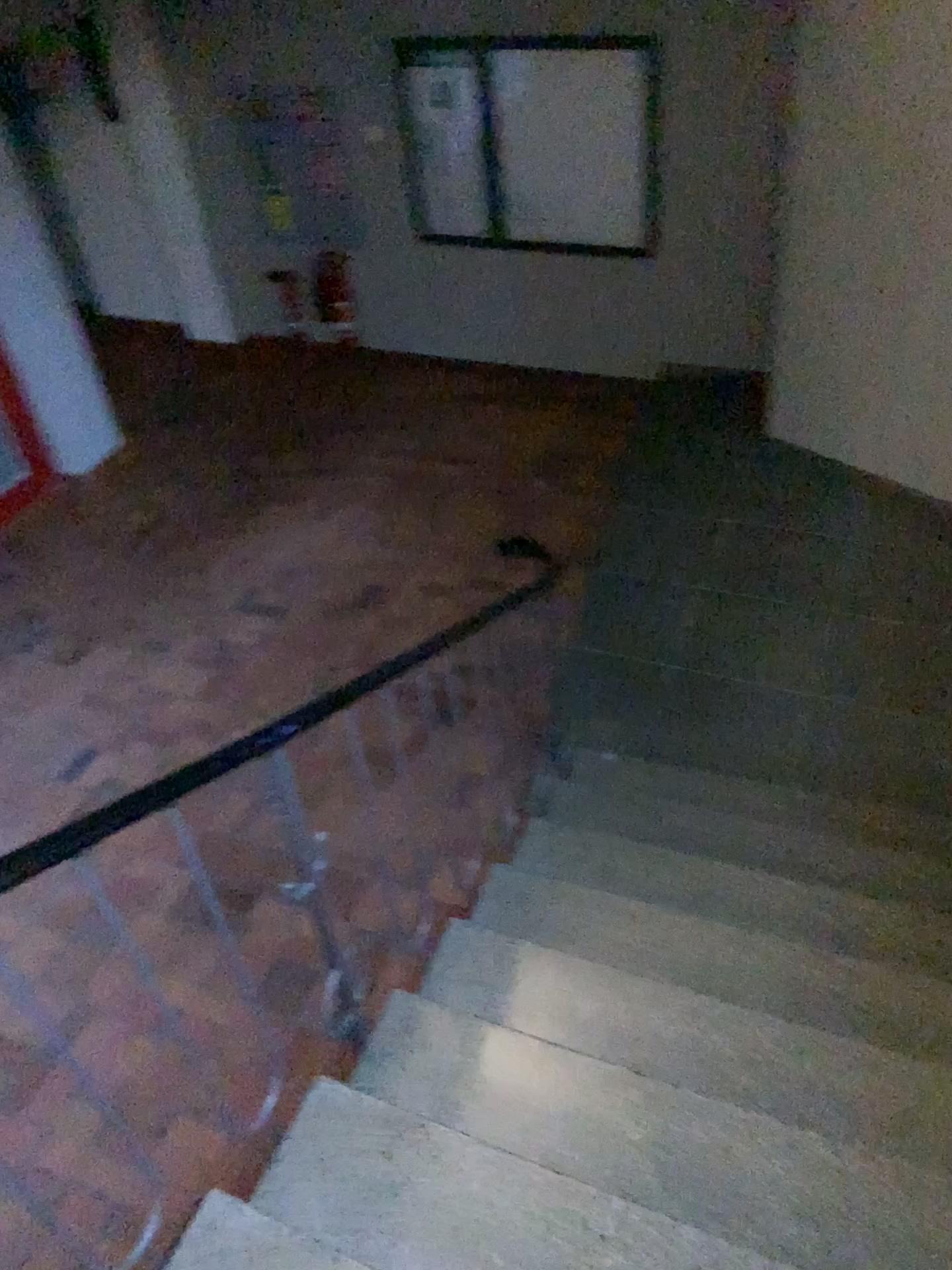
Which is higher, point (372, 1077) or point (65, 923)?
point (372, 1077)
